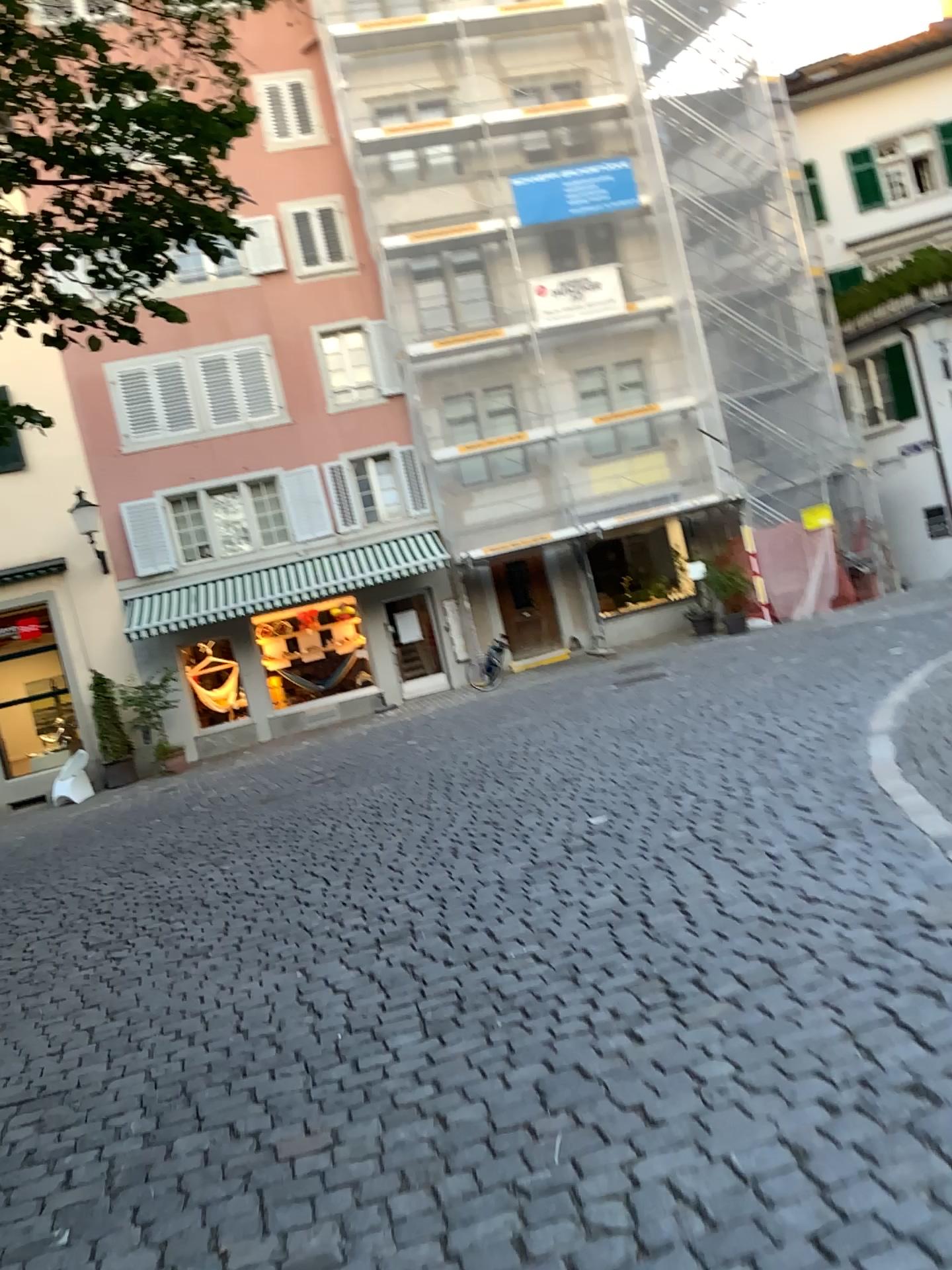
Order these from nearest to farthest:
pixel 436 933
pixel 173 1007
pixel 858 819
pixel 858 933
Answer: pixel 858 933 < pixel 173 1007 < pixel 436 933 < pixel 858 819
